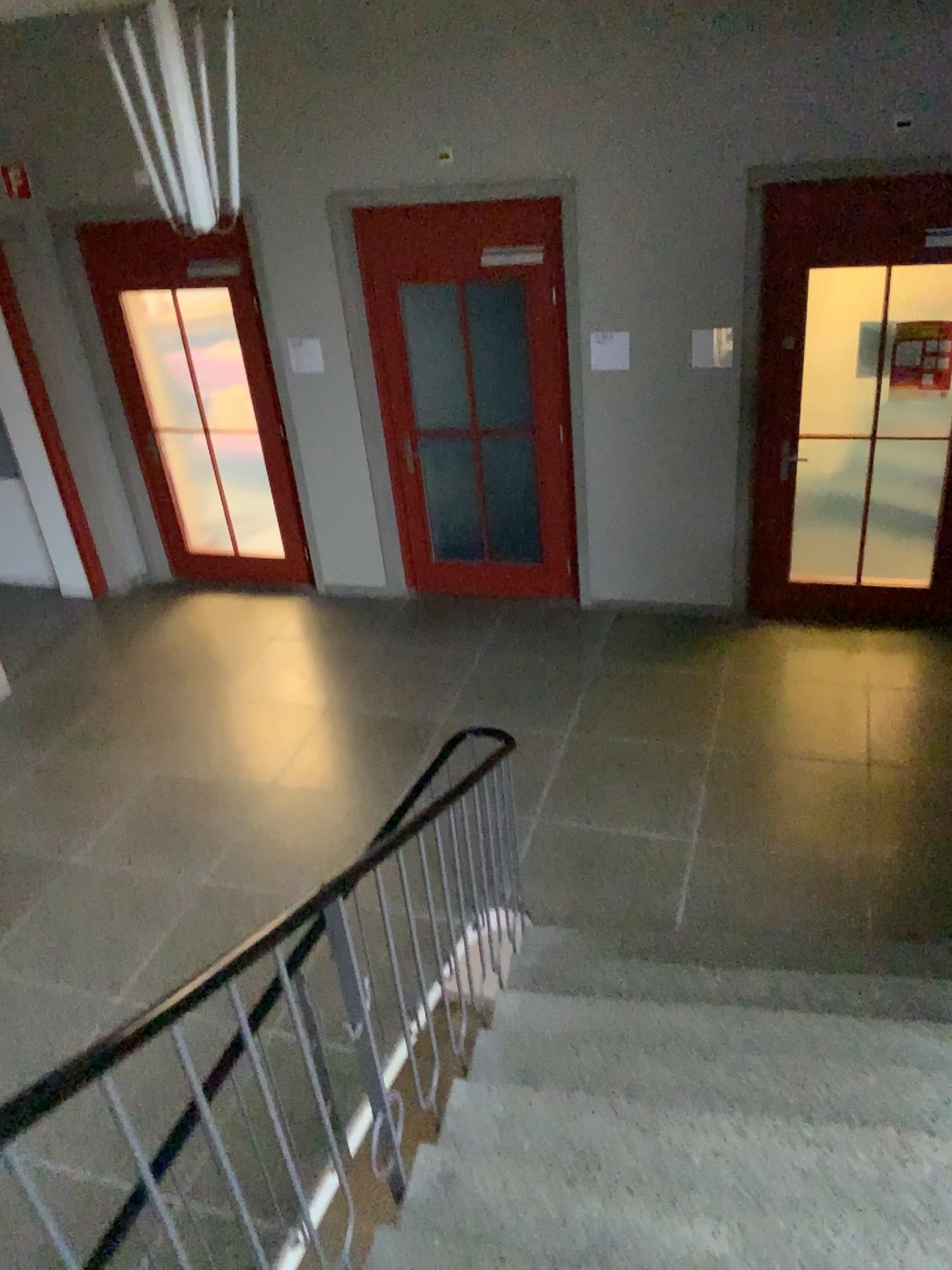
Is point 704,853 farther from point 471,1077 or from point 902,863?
point 471,1077
